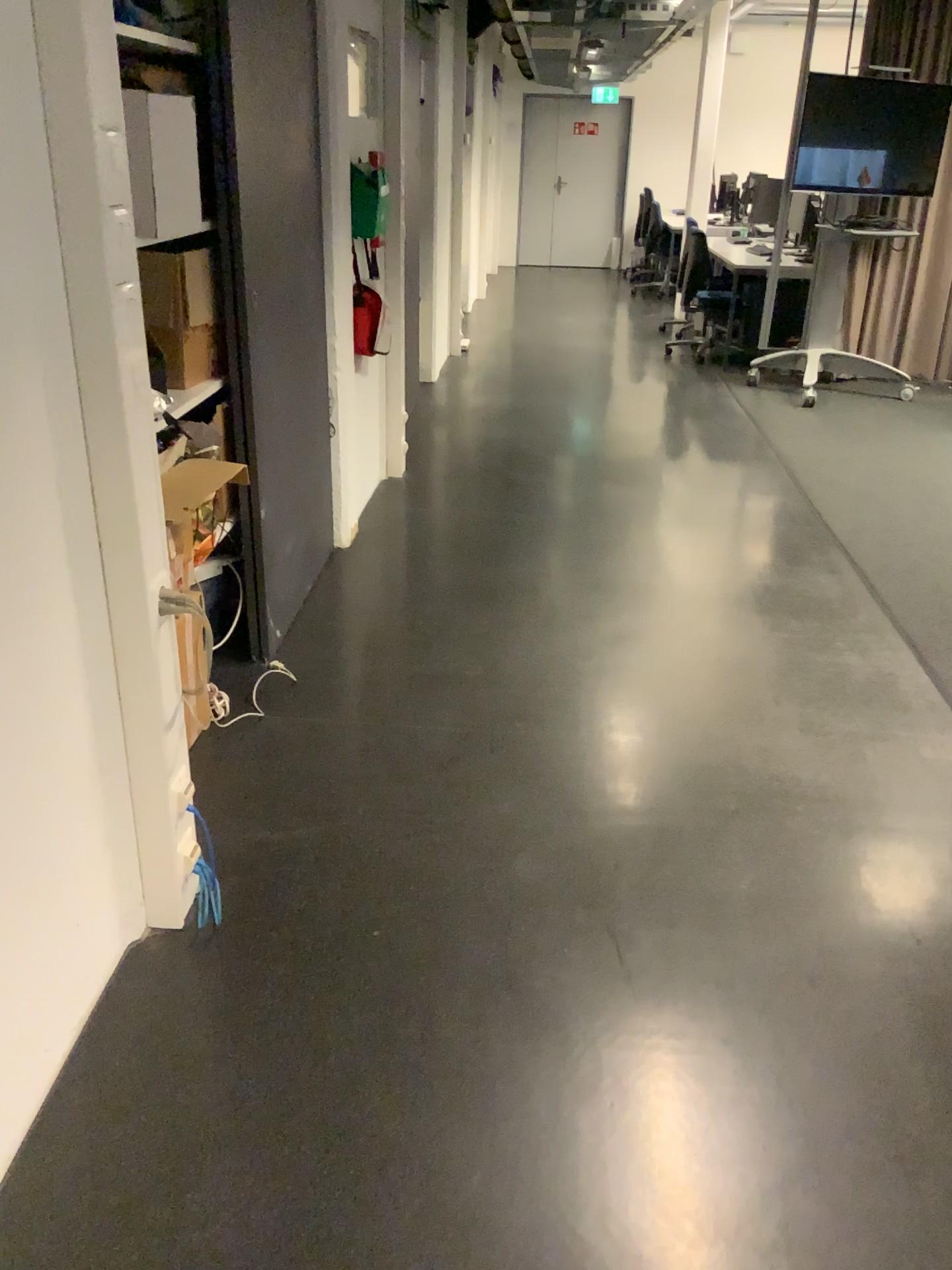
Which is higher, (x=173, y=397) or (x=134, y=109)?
(x=134, y=109)

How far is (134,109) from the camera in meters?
2.2

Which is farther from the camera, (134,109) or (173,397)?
(173,397)

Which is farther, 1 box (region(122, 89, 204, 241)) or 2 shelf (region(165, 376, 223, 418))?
2 shelf (region(165, 376, 223, 418))

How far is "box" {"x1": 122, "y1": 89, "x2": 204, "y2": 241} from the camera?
2.2m

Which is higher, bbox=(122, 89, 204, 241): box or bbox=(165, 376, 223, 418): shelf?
bbox=(122, 89, 204, 241): box

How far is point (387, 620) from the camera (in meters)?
3.53
